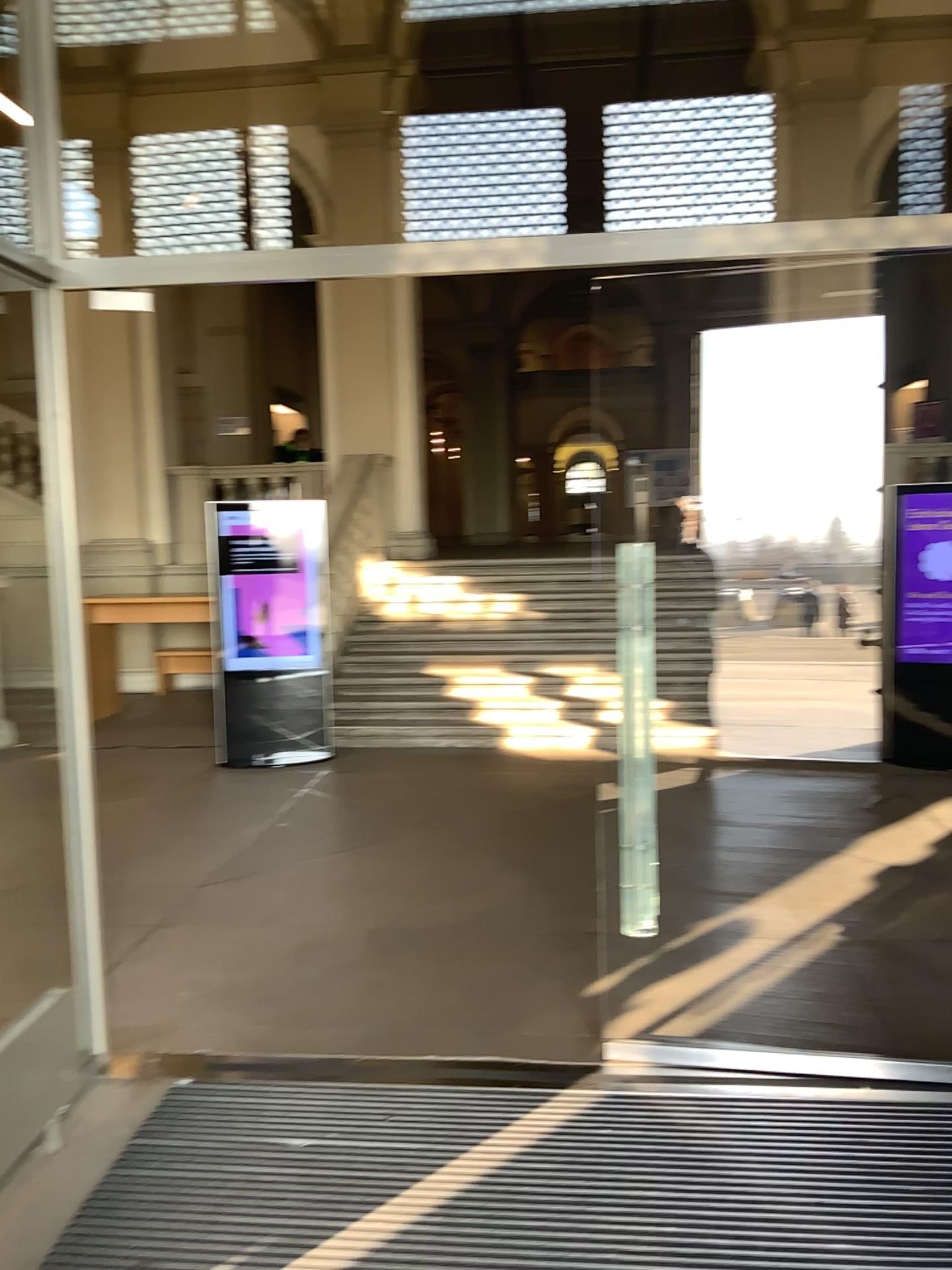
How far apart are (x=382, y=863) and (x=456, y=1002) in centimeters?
154cm
